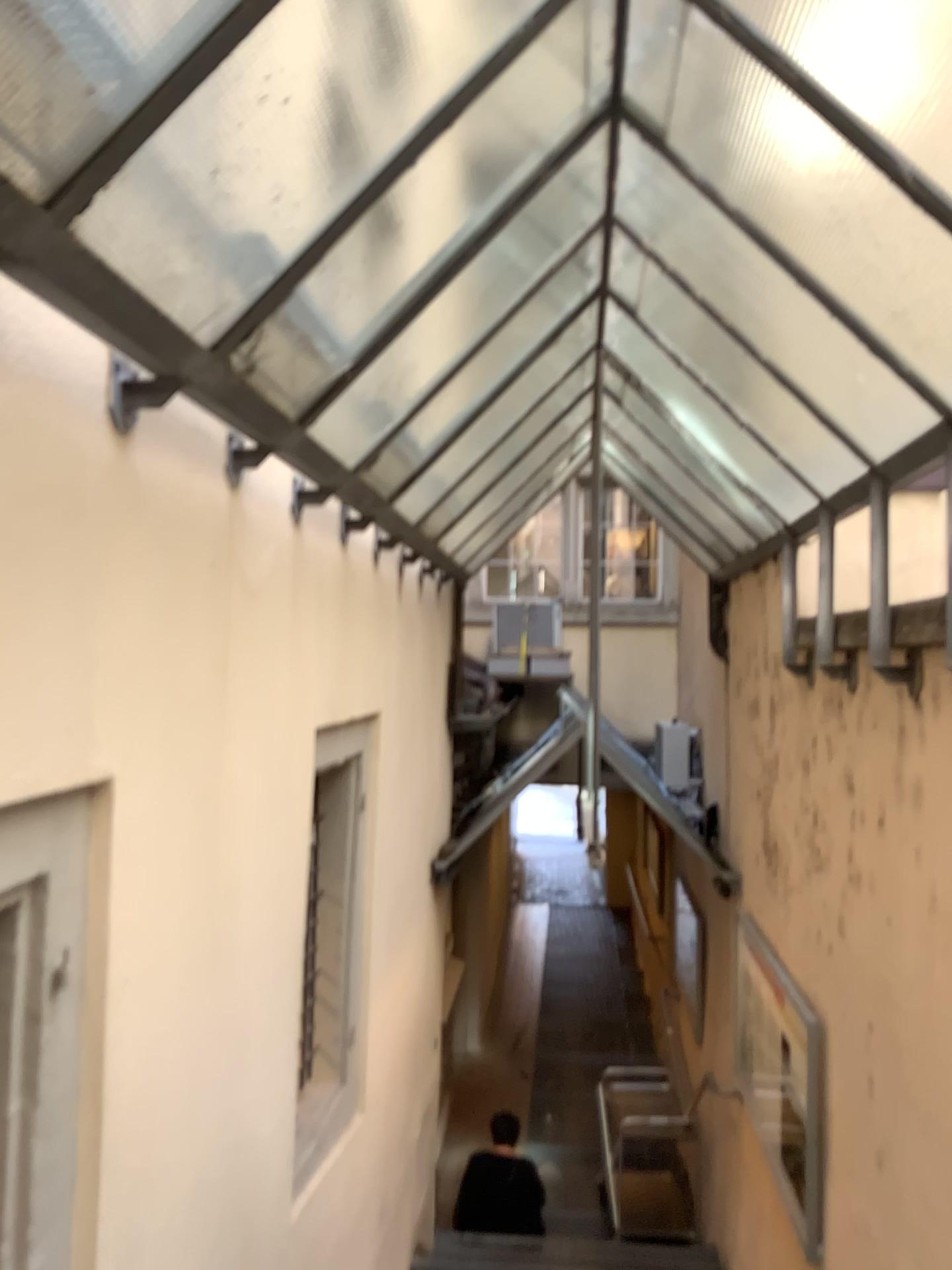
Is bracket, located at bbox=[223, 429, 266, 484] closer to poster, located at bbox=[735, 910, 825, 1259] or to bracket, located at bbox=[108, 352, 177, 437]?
bracket, located at bbox=[108, 352, 177, 437]

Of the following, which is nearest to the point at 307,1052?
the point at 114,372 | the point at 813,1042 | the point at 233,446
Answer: the point at 813,1042

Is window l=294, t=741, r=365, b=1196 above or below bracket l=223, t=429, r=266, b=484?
below

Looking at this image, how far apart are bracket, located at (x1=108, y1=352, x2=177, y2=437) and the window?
2.40m

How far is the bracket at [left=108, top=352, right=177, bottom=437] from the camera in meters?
1.8

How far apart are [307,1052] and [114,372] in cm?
306

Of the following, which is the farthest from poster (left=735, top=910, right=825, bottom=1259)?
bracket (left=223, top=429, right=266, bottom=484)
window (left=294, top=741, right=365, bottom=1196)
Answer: bracket (left=223, top=429, right=266, bottom=484)

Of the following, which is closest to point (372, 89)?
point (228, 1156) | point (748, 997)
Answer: point (228, 1156)

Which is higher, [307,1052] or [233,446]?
[233,446]

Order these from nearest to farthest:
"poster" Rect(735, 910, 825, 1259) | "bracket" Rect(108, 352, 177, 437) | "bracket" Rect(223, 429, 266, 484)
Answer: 1. "bracket" Rect(108, 352, 177, 437)
2. "bracket" Rect(223, 429, 266, 484)
3. "poster" Rect(735, 910, 825, 1259)
